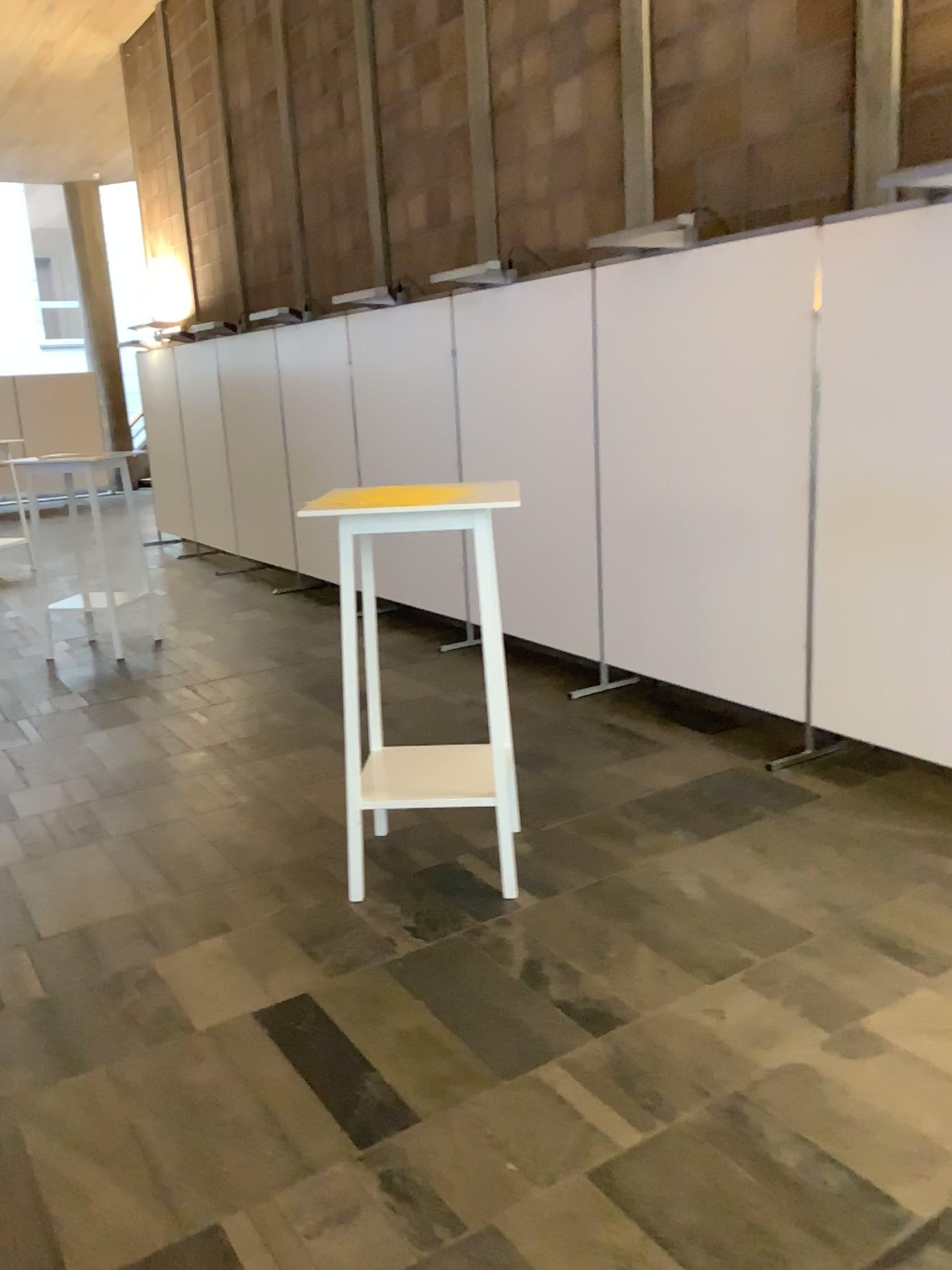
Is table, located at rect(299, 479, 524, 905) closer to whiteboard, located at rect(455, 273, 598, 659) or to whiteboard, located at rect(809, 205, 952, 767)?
whiteboard, located at rect(809, 205, 952, 767)

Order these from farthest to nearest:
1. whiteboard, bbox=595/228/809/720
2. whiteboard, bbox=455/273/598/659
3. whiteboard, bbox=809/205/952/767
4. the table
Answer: whiteboard, bbox=455/273/598/659 < whiteboard, bbox=595/228/809/720 < whiteboard, bbox=809/205/952/767 < the table

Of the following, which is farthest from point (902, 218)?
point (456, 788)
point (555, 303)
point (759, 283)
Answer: point (456, 788)

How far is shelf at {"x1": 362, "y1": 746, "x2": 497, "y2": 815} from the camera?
3.1m

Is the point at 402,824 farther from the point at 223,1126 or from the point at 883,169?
the point at 883,169

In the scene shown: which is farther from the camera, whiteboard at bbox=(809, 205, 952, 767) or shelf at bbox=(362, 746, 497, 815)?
whiteboard at bbox=(809, 205, 952, 767)

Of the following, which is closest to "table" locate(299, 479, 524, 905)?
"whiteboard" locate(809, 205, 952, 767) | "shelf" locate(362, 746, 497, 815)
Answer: "shelf" locate(362, 746, 497, 815)

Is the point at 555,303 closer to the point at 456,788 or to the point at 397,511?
the point at 397,511

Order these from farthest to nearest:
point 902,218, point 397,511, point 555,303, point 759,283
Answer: point 555,303 < point 759,283 < point 902,218 < point 397,511

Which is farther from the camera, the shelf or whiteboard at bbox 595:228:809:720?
whiteboard at bbox 595:228:809:720
